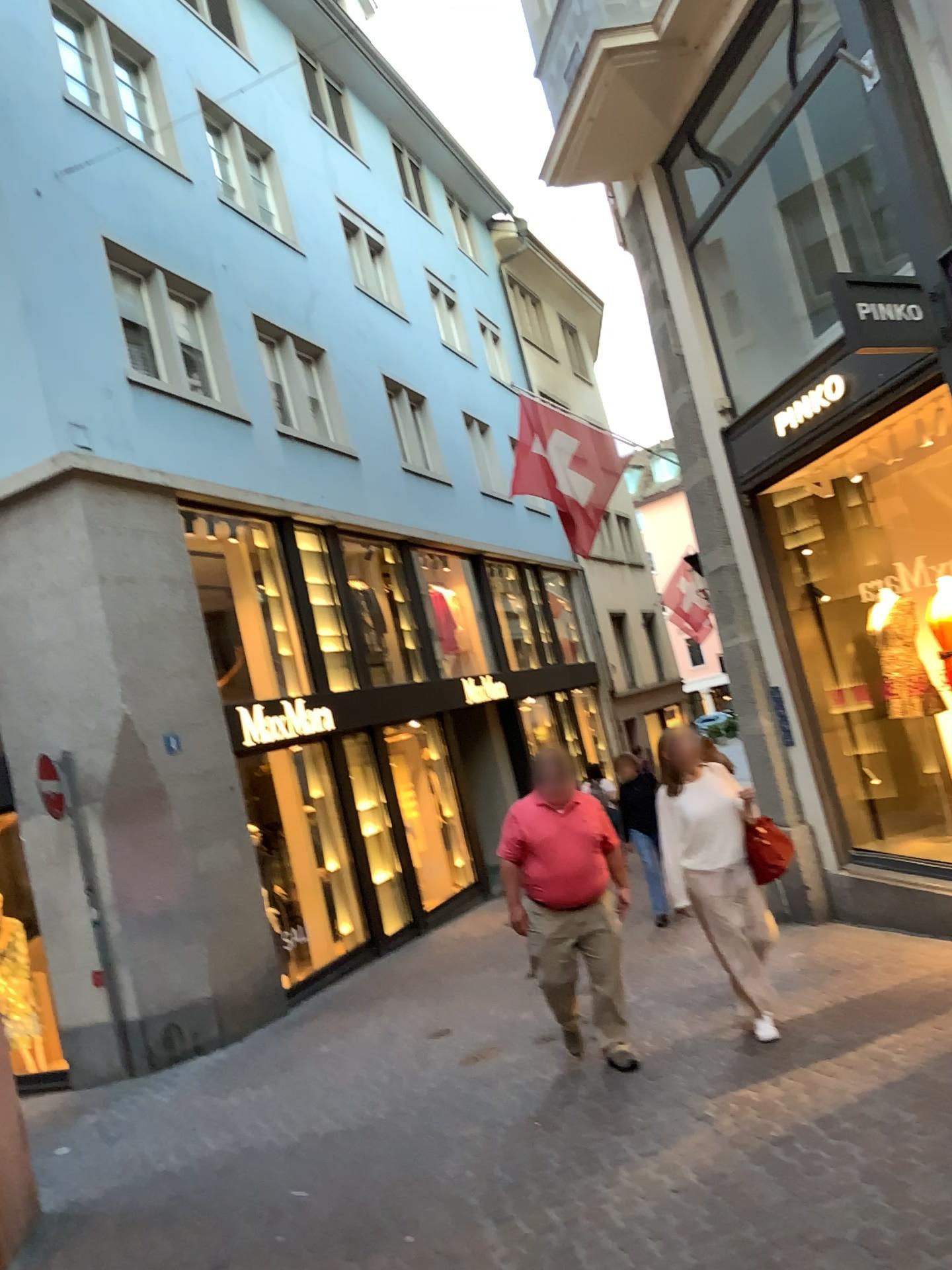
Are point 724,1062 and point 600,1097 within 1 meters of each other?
yes
